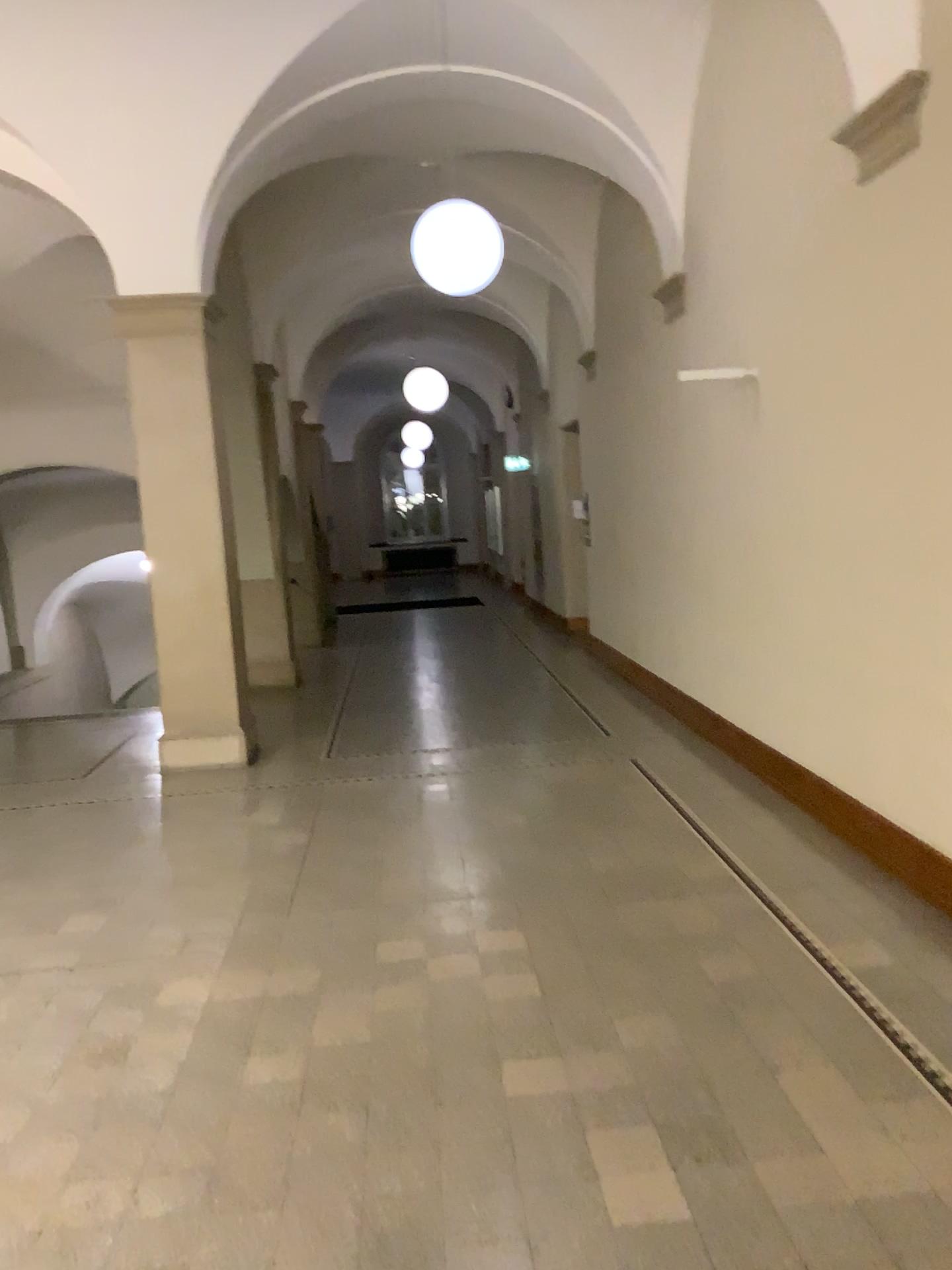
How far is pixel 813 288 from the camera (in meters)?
4.84
